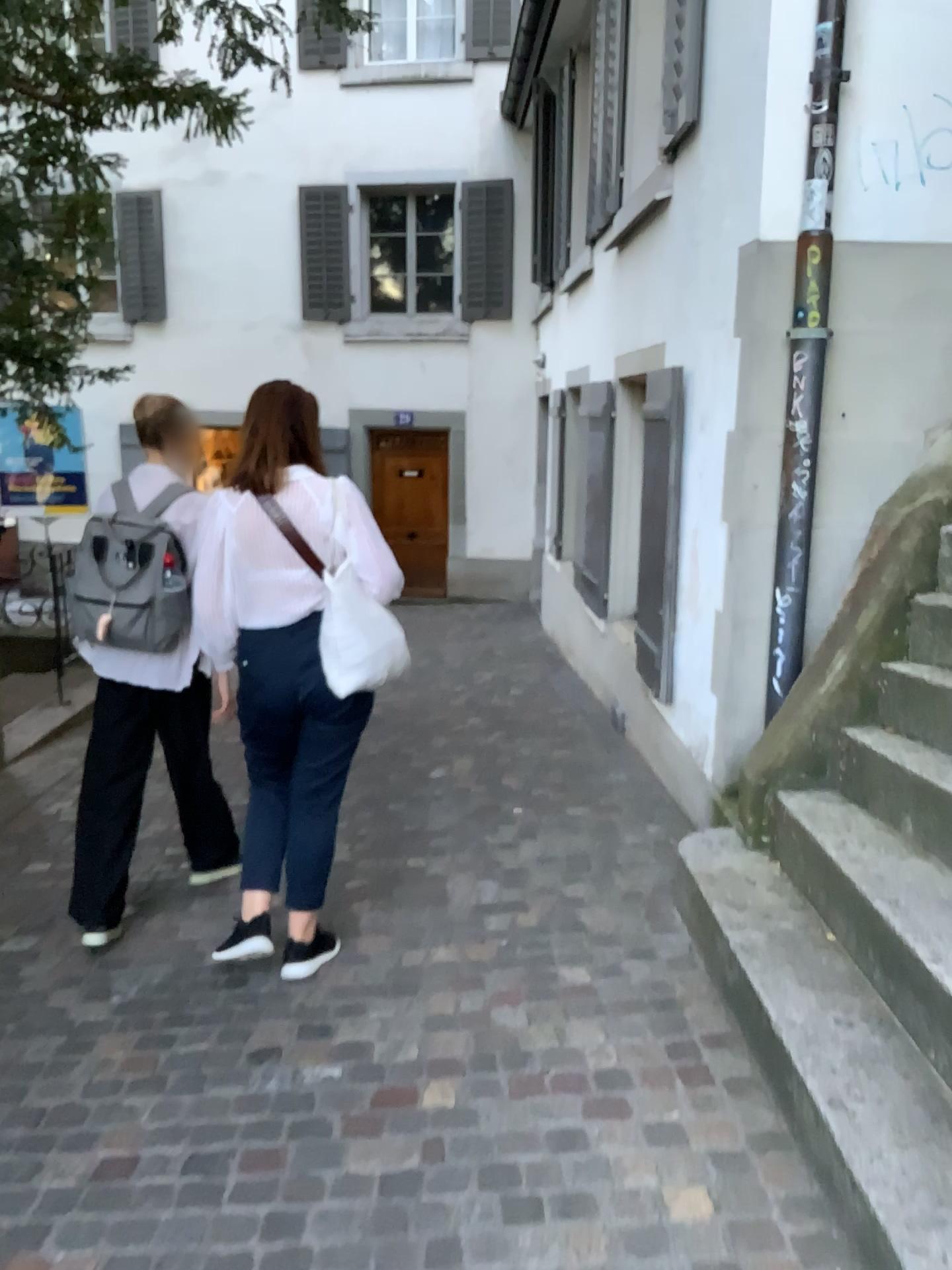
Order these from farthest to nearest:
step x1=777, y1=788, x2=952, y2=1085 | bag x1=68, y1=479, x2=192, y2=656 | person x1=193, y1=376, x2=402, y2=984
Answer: bag x1=68, y1=479, x2=192, y2=656 < person x1=193, y1=376, x2=402, y2=984 < step x1=777, y1=788, x2=952, y2=1085

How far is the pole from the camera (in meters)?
3.34

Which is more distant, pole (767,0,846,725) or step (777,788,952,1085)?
pole (767,0,846,725)

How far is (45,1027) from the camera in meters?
2.8

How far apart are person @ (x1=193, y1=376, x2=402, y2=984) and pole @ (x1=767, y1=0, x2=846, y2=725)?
1.5 meters

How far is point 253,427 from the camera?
2.81m

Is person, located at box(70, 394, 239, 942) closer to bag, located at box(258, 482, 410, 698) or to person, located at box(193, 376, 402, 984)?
person, located at box(193, 376, 402, 984)

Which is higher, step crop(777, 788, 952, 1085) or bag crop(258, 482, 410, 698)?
bag crop(258, 482, 410, 698)

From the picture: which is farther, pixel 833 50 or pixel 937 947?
pixel 833 50

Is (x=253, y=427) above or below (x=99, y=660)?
above
